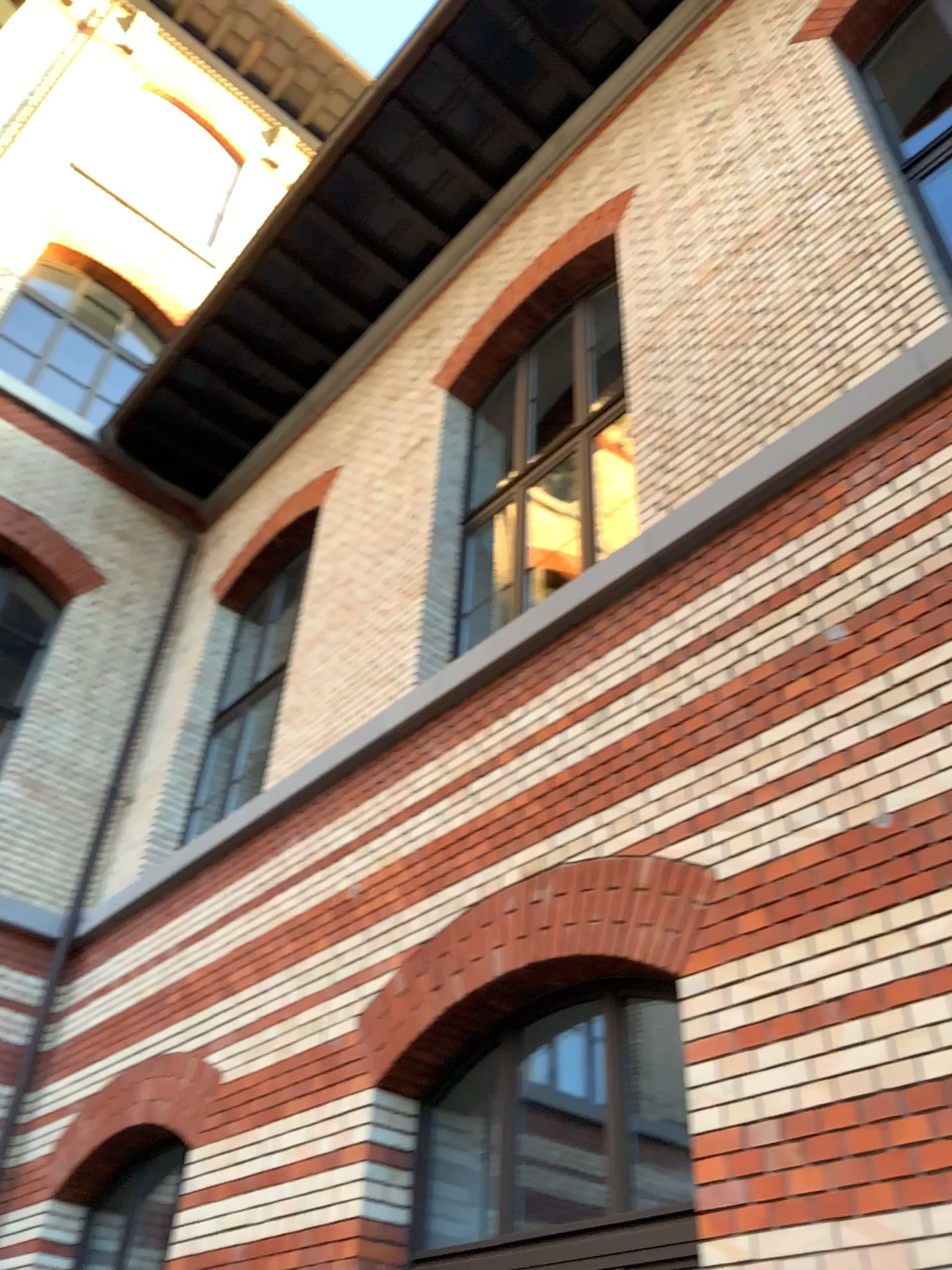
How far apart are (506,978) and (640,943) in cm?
75
